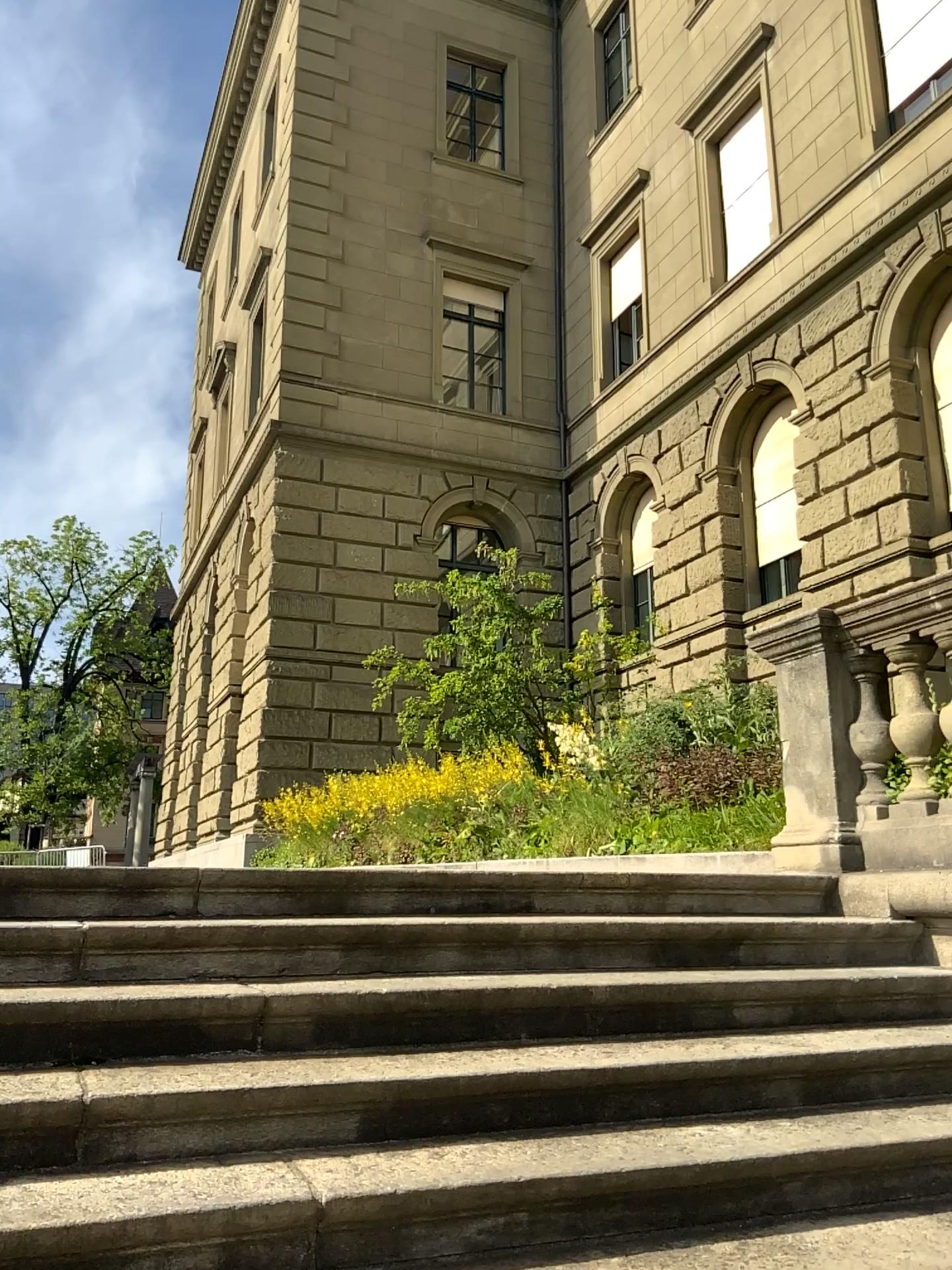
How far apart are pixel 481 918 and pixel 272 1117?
1.13m
